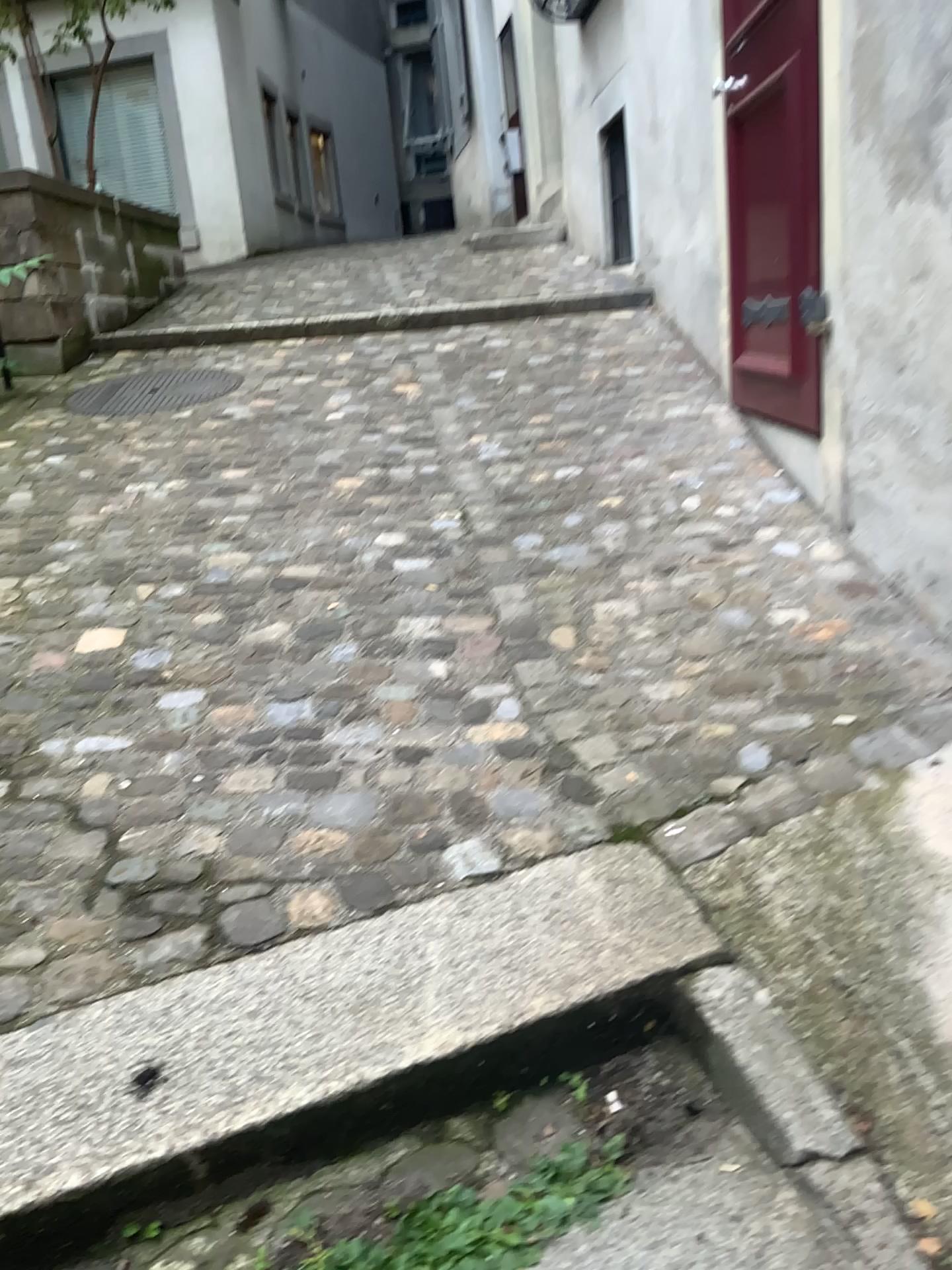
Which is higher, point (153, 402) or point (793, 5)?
point (793, 5)

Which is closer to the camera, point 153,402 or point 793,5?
point 793,5

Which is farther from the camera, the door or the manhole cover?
the manhole cover

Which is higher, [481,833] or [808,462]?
[808,462]
